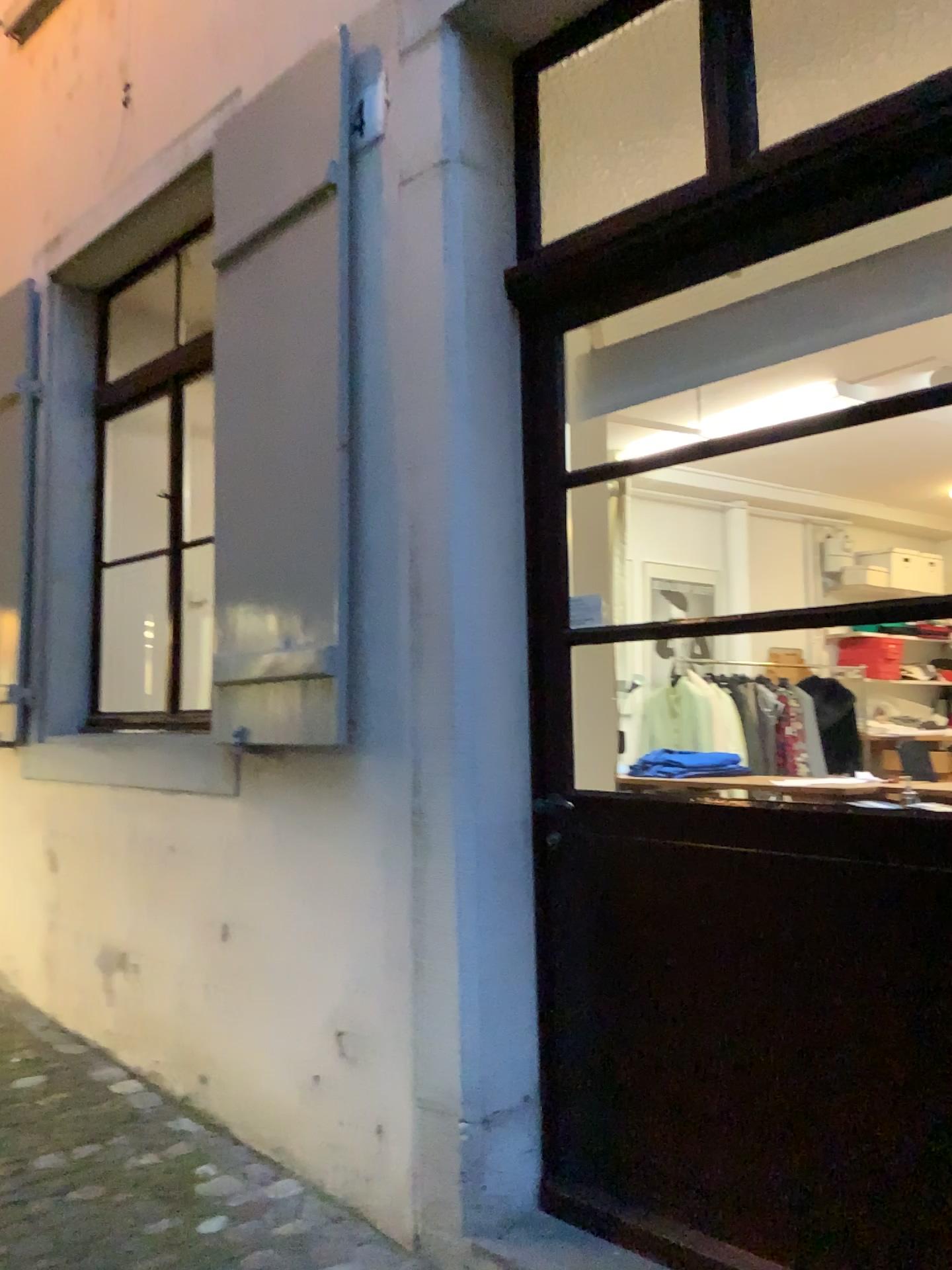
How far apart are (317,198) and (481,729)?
1.4 meters

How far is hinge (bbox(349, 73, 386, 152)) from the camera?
2.6m

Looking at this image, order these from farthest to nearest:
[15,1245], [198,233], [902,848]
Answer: [198,233] → [15,1245] → [902,848]

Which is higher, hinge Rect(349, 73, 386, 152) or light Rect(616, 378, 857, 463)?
hinge Rect(349, 73, 386, 152)

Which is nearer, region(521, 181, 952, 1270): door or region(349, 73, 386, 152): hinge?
region(521, 181, 952, 1270): door

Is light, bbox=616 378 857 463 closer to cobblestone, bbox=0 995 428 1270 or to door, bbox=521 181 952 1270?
door, bbox=521 181 952 1270

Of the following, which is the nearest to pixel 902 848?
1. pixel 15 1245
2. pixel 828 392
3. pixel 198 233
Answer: pixel 828 392

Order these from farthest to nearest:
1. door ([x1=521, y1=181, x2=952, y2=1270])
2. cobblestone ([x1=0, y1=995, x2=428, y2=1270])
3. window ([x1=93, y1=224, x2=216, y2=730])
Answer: window ([x1=93, y1=224, x2=216, y2=730]), cobblestone ([x1=0, y1=995, x2=428, y2=1270]), door ([x1=521, y1=181, x2=952, y2=1270])

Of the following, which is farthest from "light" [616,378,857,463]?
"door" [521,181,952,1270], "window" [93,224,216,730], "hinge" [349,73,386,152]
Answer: "window" [93,224,216,730]

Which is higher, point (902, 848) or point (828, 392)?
point (828, 392)
